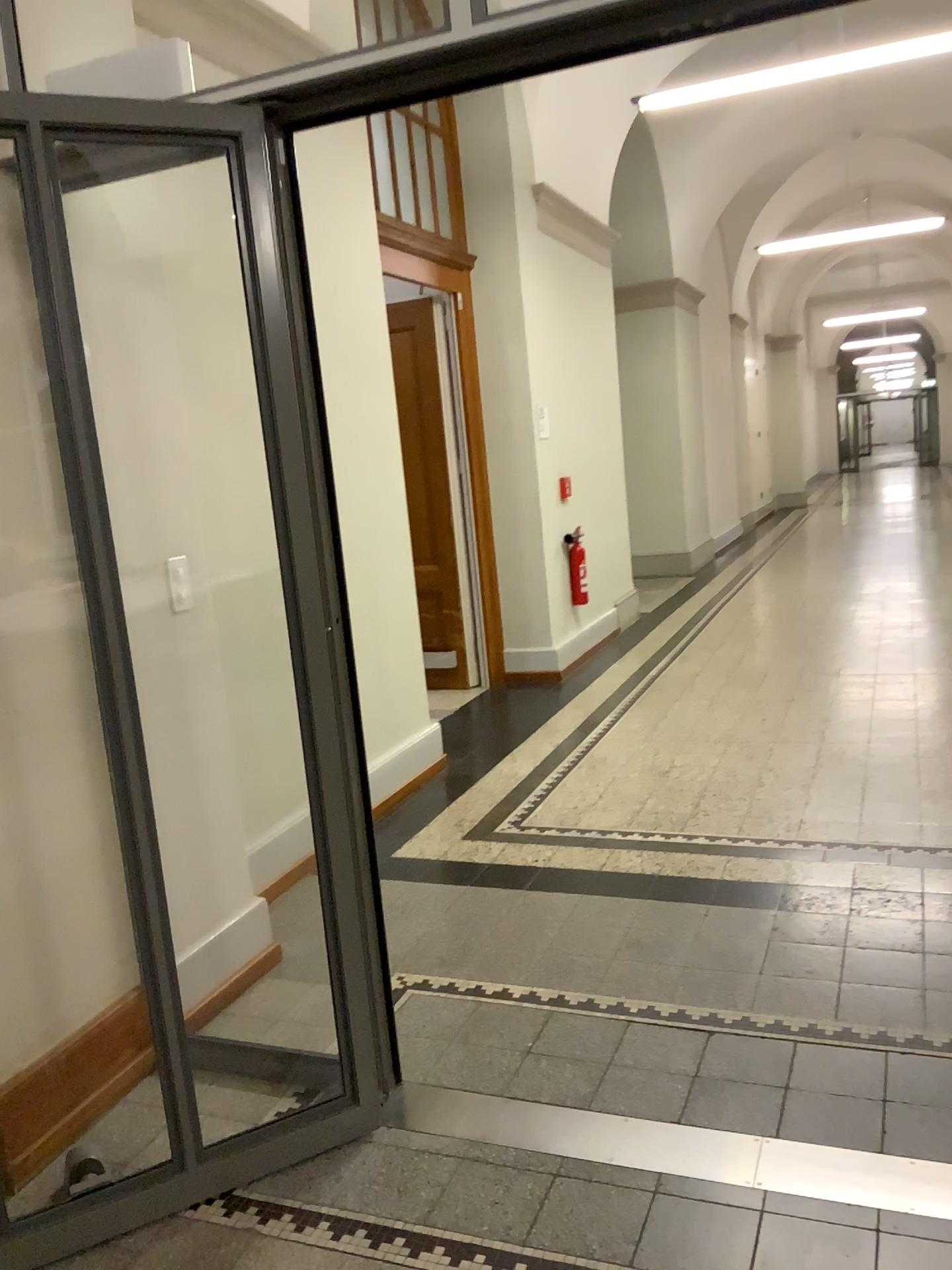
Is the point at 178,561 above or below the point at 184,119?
below

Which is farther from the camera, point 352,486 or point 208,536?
point 352,486
